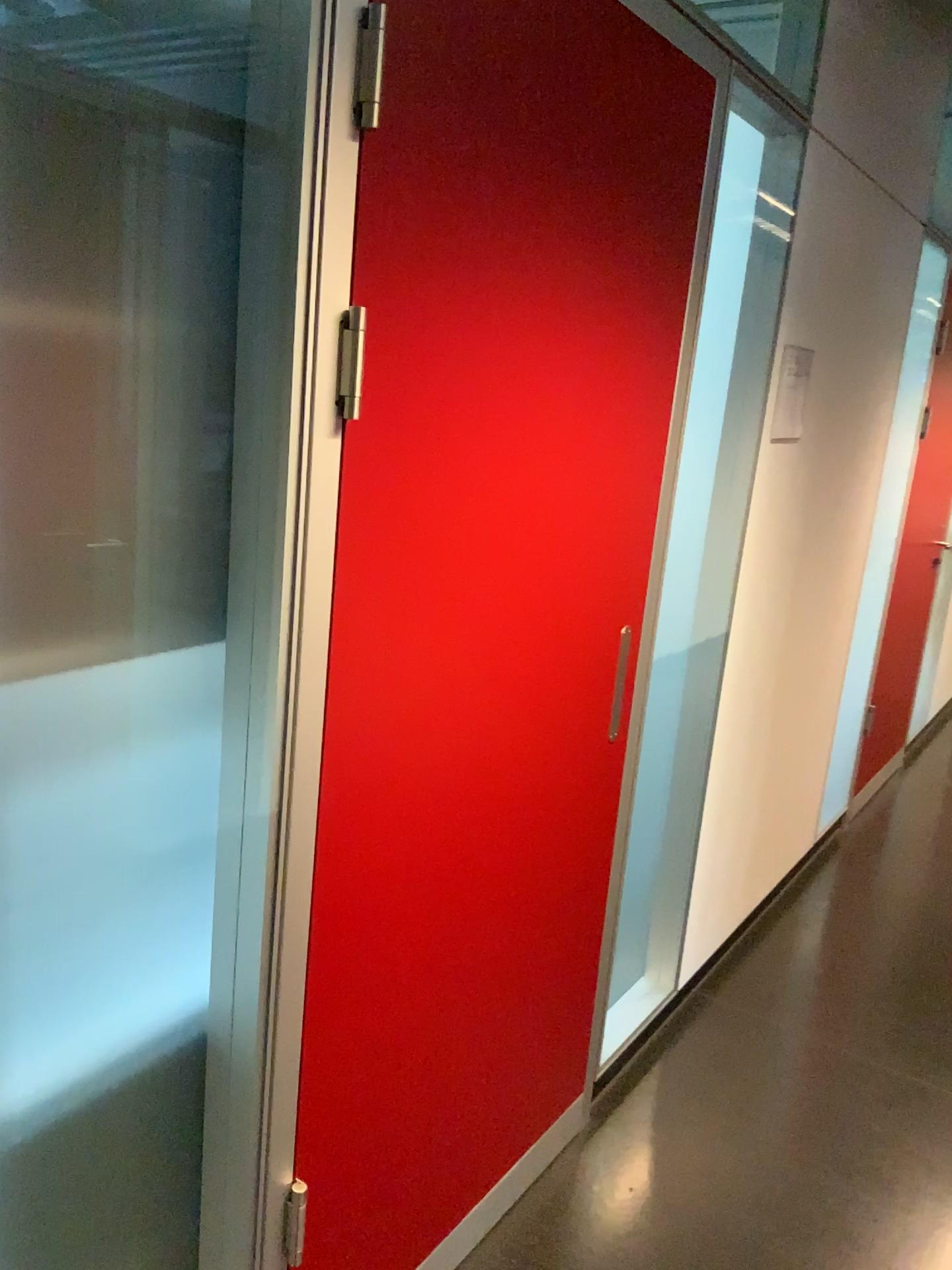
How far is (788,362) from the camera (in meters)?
2.50

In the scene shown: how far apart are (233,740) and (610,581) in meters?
0.9

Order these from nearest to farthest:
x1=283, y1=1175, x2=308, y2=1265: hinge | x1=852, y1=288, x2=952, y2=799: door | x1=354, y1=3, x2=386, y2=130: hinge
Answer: x1=354, y1=3, x2=386, y2=130: hinge
x1=283, y1=1175, x2=308, y2=1265: hinge
x1=852, y1=288, x2=952, y2=799: door

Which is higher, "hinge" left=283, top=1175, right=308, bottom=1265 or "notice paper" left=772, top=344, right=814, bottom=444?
"notice paper" left=772, top=344, right=814, bottom=444

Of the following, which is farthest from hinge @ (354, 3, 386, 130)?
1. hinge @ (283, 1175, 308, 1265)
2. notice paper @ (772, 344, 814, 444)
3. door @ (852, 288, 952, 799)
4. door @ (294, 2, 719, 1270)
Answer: door @ (852, 288, 952, 799)

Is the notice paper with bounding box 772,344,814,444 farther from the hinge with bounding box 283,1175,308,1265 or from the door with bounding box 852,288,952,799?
the hinge with bounding box 283,1175,308,1265

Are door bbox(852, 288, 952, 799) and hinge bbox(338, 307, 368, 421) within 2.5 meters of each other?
no

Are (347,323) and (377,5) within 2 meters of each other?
yes

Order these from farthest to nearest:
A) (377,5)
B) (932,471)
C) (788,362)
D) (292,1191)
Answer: (932,471) < (788,362) < (292,1191) < (377,5)

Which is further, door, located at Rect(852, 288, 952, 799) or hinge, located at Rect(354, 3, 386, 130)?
door, located at Rect(852, 288, 952, 799)
